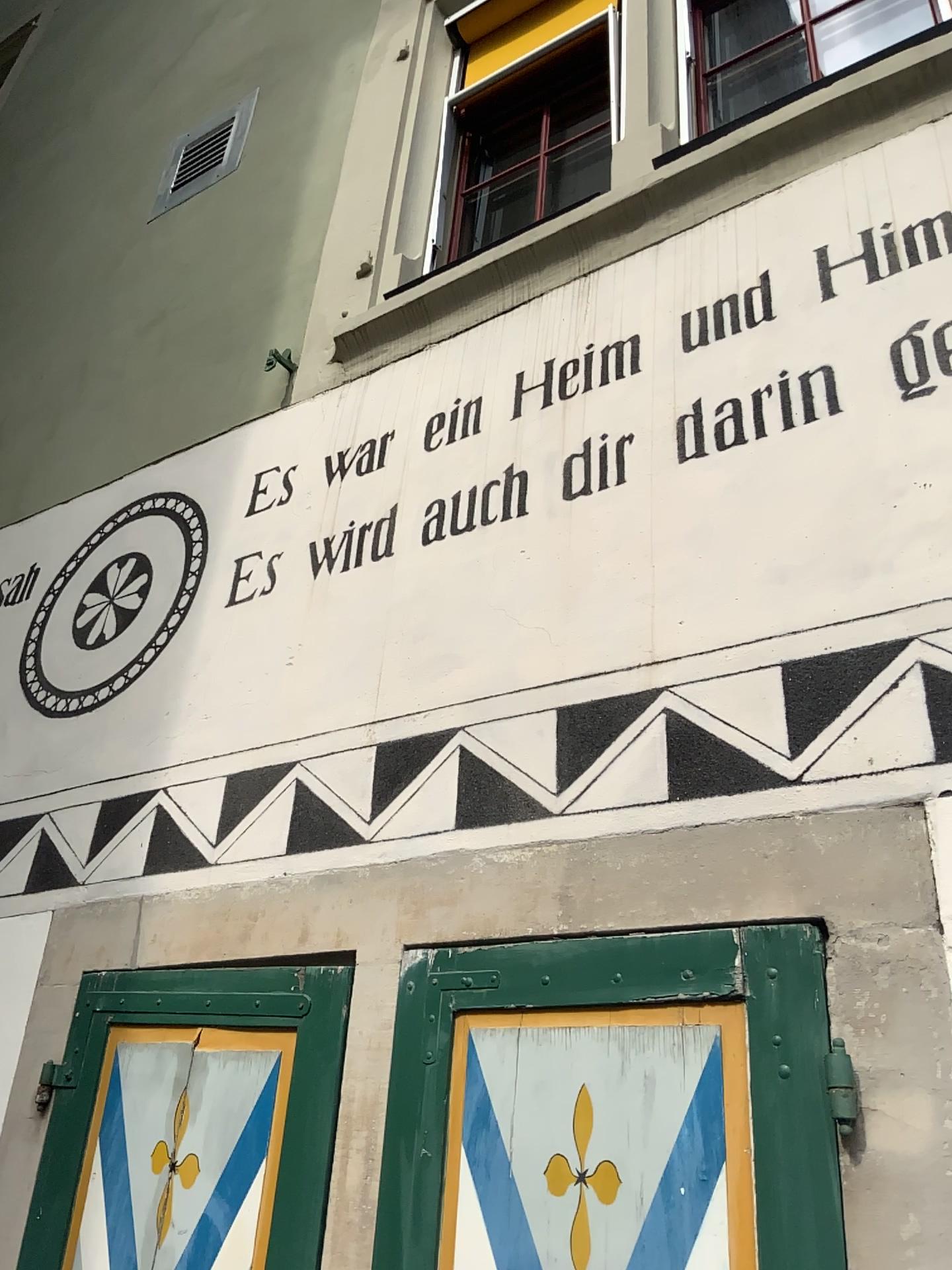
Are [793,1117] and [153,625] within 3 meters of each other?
yes

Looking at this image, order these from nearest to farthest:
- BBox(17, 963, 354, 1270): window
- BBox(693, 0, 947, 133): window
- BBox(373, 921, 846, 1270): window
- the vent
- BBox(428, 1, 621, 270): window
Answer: BBox(373, 921, 846, 1270): window
BBox(17, 963, 354, 1270): window
BBox(693, 0, 947, 133): window
BBox(428, 1, 621, 270): window
the vent

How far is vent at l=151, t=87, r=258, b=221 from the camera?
3.9m

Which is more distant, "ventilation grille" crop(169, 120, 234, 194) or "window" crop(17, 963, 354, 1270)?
"ventilation grille" crop(169, 120, 234, 194)

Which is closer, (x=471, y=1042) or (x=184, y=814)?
(x=471, y=1042)

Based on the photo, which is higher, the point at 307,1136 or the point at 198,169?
the point at 198,169

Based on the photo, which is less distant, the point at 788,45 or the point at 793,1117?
the point at 793,1117

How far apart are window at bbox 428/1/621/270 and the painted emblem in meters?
1.0

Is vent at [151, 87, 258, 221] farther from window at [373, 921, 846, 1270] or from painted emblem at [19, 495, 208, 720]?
window at [373, 921, 846, 1270]

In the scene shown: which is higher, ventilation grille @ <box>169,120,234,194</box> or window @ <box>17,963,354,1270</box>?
ventilation grille @ <box>169,120,234,194</box>
